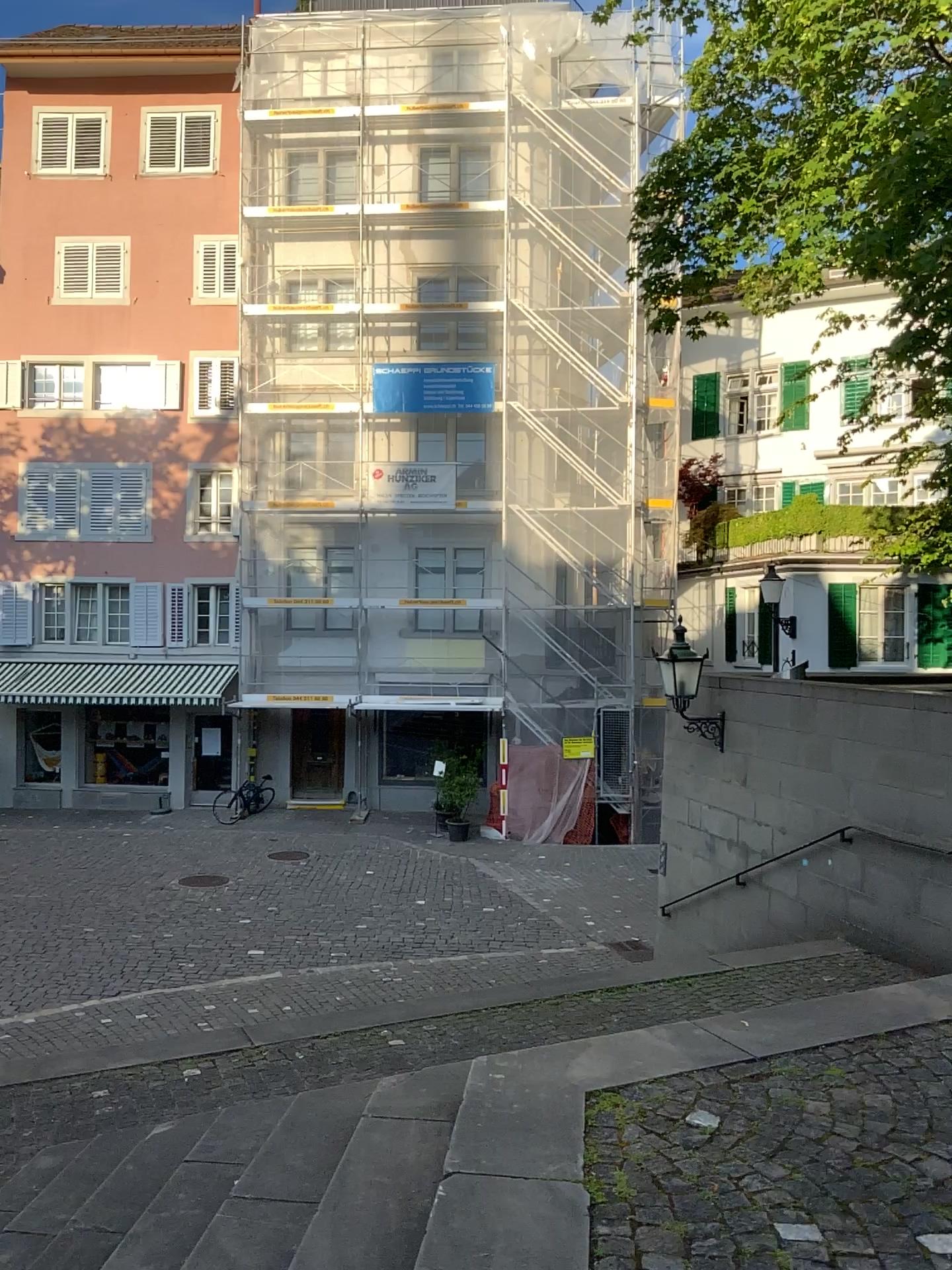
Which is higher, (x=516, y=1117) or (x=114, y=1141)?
(x=516, y=1117)
